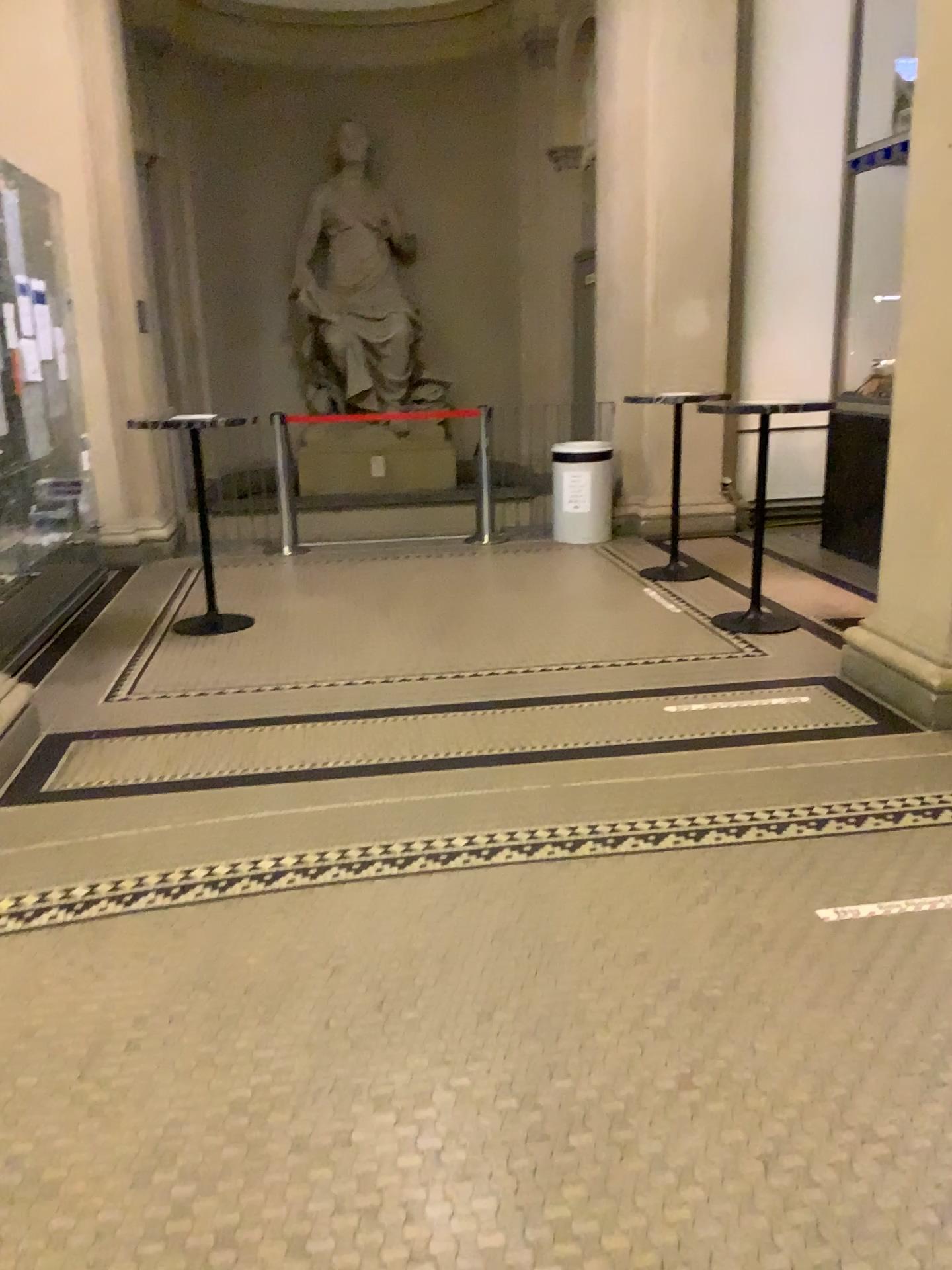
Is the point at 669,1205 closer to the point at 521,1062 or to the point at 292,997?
→ the point at 521,1062
